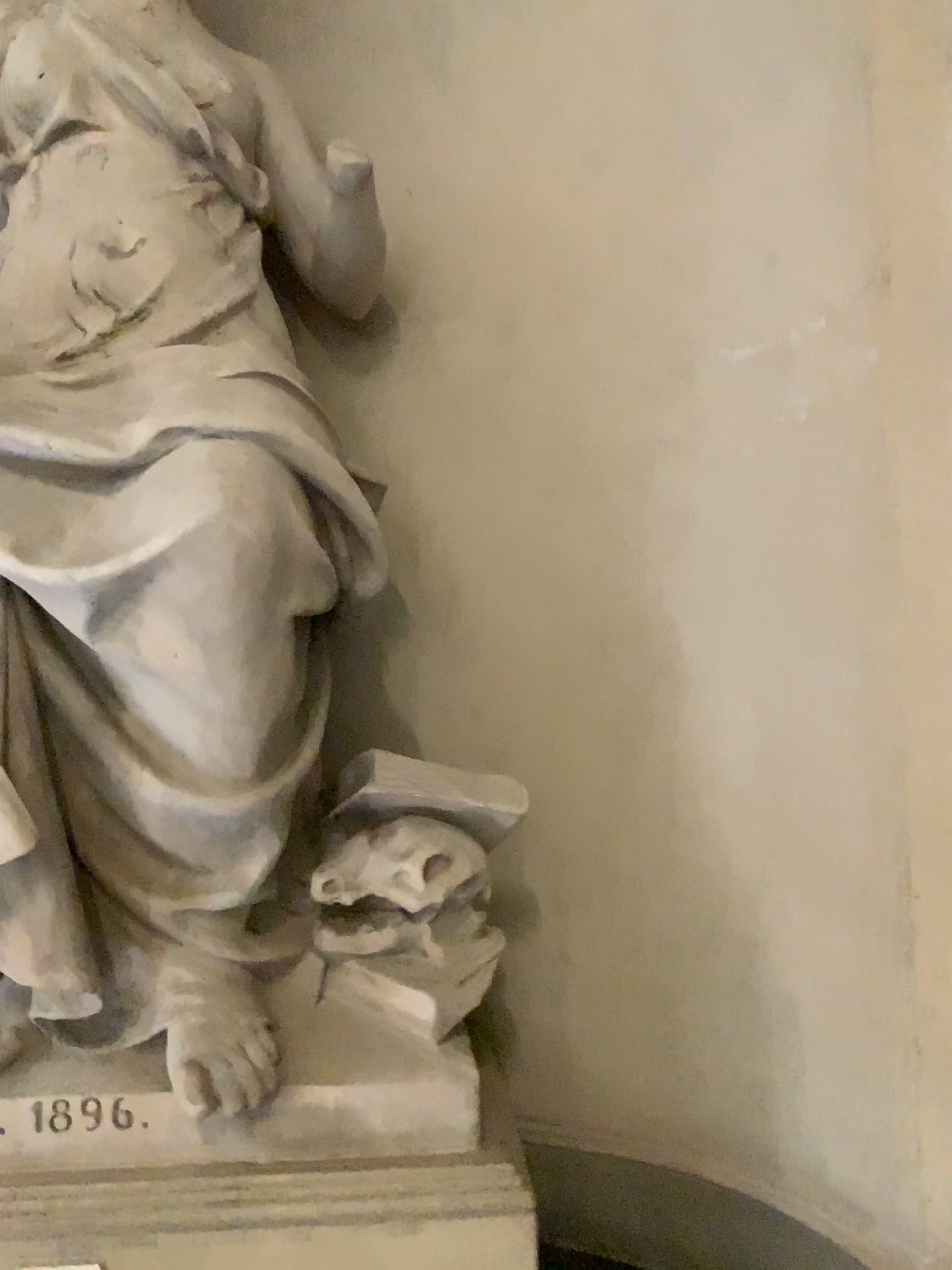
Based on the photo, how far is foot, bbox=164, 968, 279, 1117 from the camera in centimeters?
187cm

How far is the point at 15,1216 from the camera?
1.79m

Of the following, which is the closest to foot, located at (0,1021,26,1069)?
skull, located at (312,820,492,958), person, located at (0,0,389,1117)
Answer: person, located at (0,0,389,1117)

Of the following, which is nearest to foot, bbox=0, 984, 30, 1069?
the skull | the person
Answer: the person

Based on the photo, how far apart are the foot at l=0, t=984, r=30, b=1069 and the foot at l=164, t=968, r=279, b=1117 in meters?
0.3

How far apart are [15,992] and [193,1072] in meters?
0.4

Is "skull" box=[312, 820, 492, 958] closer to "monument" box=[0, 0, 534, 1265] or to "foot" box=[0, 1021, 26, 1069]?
"monument" box=[0, 0, 534, 1265]

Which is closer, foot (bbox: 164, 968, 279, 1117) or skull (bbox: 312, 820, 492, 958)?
foot (bbox: 164, 968, 279, 1117)

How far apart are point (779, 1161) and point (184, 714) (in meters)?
1.61

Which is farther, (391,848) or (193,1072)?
(391,848)
